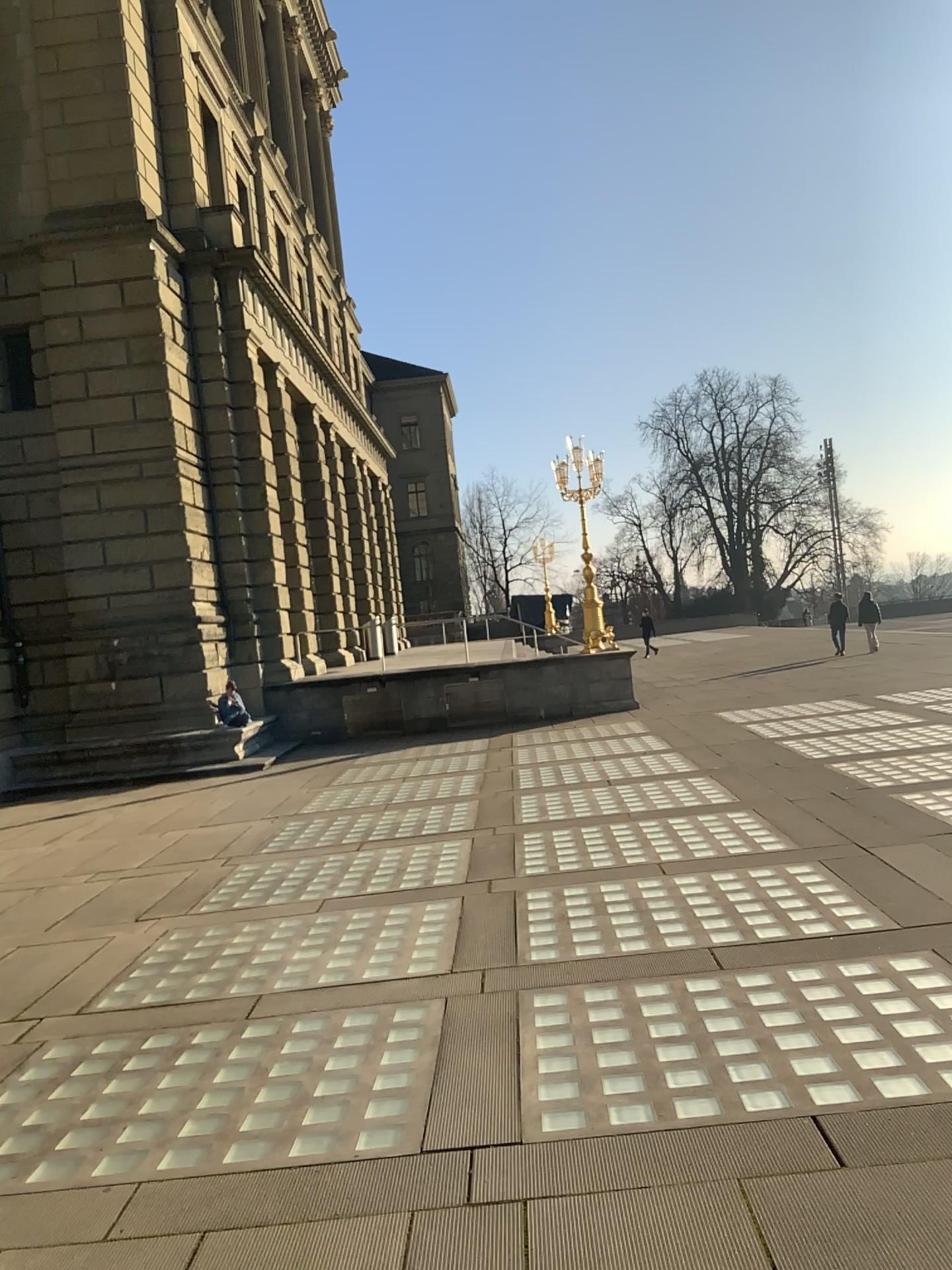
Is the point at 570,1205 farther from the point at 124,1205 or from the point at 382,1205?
the point at 124,1205
